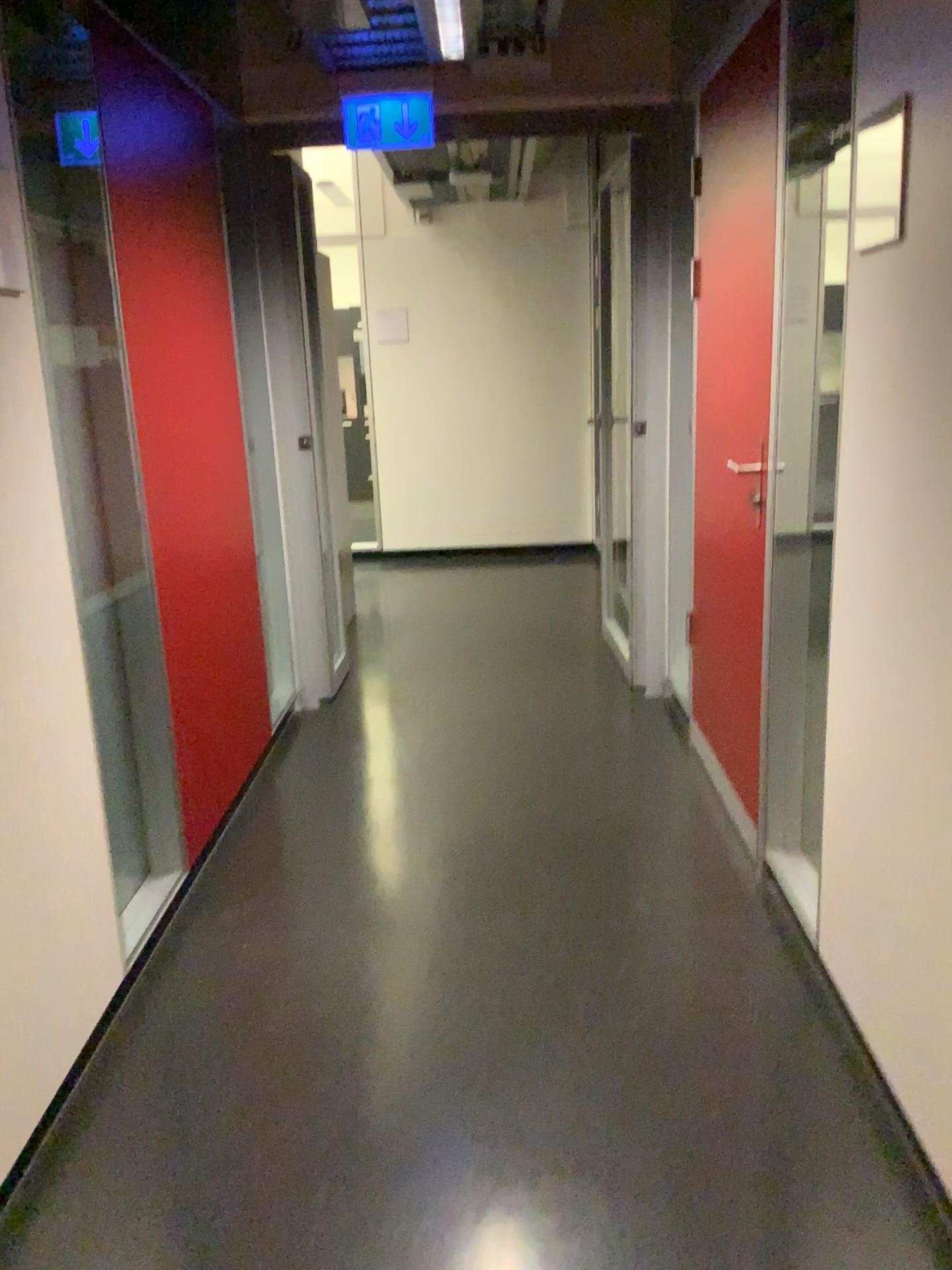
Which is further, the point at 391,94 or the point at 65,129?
the point at 391,94

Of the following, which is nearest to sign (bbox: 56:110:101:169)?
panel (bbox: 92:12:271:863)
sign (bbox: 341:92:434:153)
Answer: panel (bbox: 92:12:271:863)

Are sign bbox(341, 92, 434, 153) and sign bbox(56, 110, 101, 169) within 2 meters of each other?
yes

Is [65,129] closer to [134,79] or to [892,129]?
[134,79]

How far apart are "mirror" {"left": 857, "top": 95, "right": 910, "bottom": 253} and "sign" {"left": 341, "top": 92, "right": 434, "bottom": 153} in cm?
233

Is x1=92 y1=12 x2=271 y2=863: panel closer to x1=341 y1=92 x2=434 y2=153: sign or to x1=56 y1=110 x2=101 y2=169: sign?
x1=56 y1=110 x2=101 y2=169: sign

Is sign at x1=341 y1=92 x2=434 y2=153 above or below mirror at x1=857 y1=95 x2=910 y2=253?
above

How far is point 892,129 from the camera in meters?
1.6 m

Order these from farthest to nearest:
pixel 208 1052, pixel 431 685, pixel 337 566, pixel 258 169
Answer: pixel 337 566, pixel 431 685, pixel 258 169, pixel 208 1052

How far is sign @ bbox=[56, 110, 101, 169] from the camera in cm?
226
